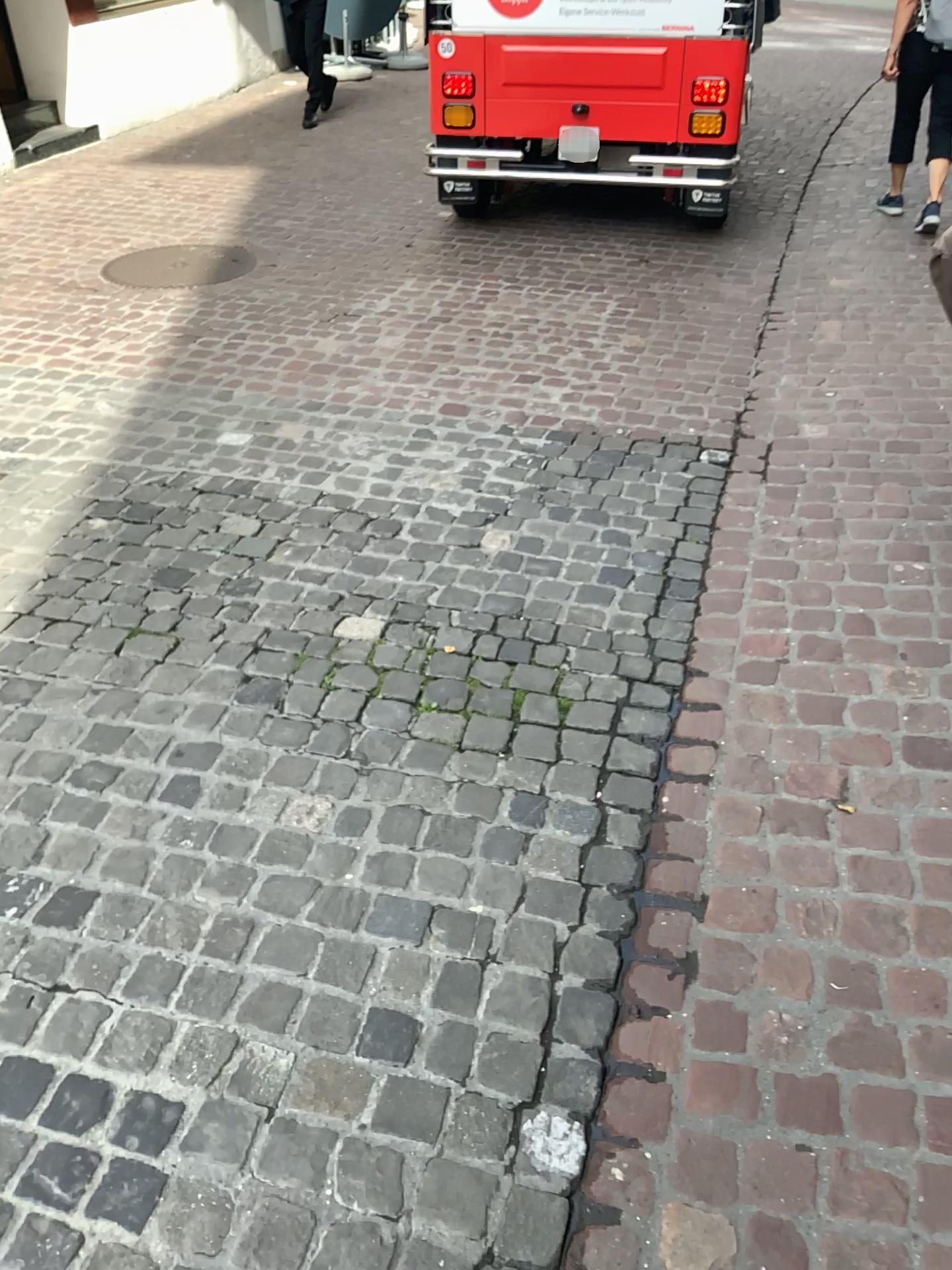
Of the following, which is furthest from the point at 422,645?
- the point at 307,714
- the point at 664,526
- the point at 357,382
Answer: the point at 357,382
